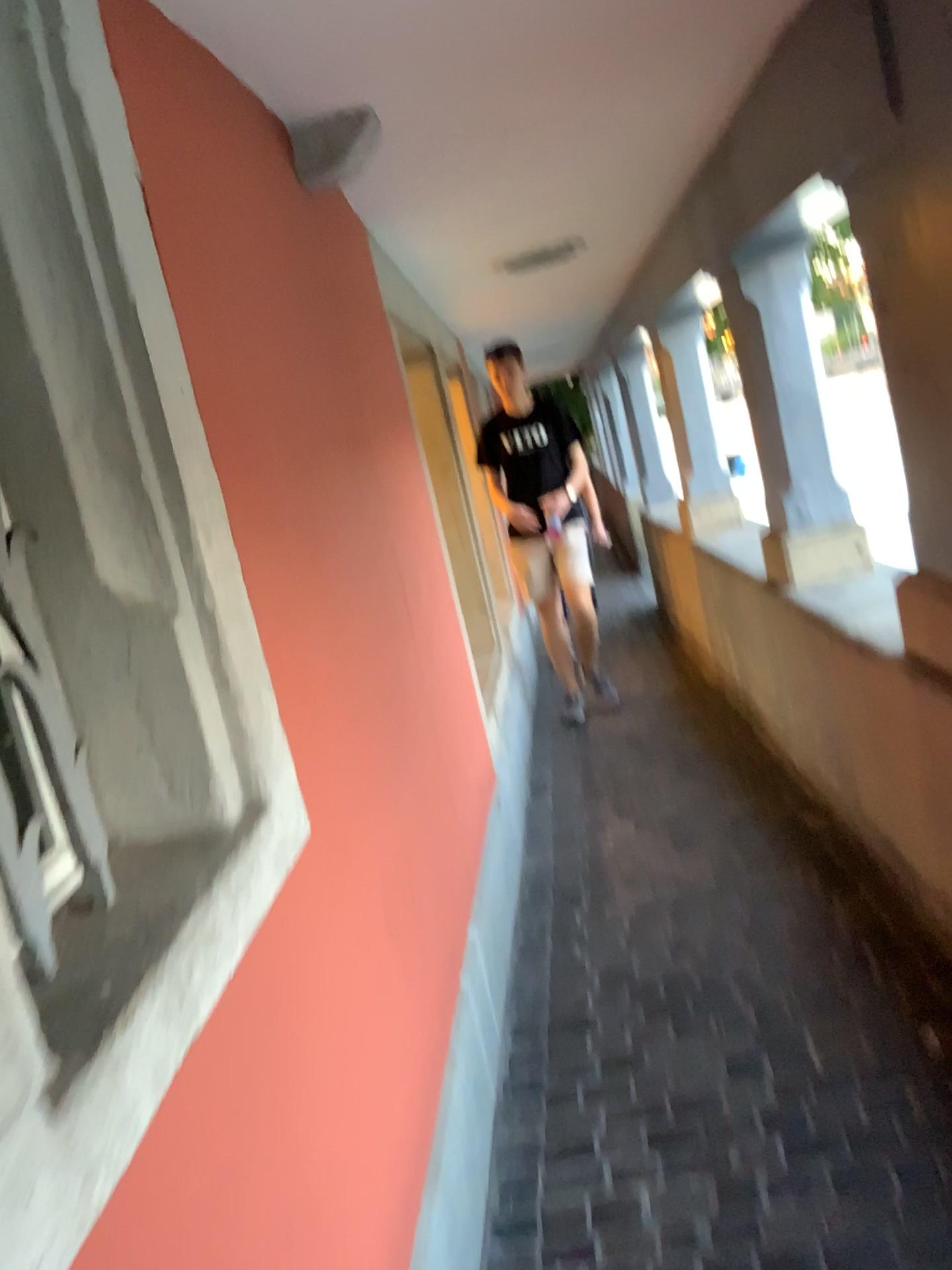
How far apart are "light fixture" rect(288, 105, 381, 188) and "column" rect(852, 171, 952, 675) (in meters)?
1.01

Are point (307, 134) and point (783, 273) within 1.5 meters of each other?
no

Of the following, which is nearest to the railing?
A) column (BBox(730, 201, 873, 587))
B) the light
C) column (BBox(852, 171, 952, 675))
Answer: column (BBox(852, 171, 952, 675))

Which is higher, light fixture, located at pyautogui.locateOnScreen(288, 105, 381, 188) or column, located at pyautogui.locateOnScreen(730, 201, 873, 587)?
light fixture, located at pyautogui.locateOnScreen(288, 105, 381, 188)

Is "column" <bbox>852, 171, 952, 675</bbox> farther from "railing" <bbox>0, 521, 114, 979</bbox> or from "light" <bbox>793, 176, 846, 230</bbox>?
"railing" <bbox>0, 521, 114, 979</bbox>

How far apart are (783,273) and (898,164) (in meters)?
1.56

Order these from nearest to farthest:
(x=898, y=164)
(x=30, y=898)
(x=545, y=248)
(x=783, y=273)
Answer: (x=30, y=898) → (x=898, y=164) → (x=783, y=273) → (x=545, y=248)

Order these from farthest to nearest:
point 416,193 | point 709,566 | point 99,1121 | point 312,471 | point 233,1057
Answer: point 709,566 → point 416,193 → point 312,471 → point 233,1057 → point 99,1121

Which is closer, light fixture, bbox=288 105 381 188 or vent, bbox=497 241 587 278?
light fixture, bbox=288 105 381 188

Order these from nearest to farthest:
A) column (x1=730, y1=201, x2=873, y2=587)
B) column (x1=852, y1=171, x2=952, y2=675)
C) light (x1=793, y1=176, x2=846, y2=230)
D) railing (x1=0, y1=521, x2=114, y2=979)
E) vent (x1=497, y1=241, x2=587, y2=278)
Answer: railing (x1=0, y1=521, x2=114, y2=979)
column (x1=852, y1=171, x2=952, y2=675)
light (x1=793, y1=176, x2=846, y2=230)
column (x1=730, y1=201, x2=873, y2=587)
vent (x1=497, y1=241, x2=587, y2=278)
